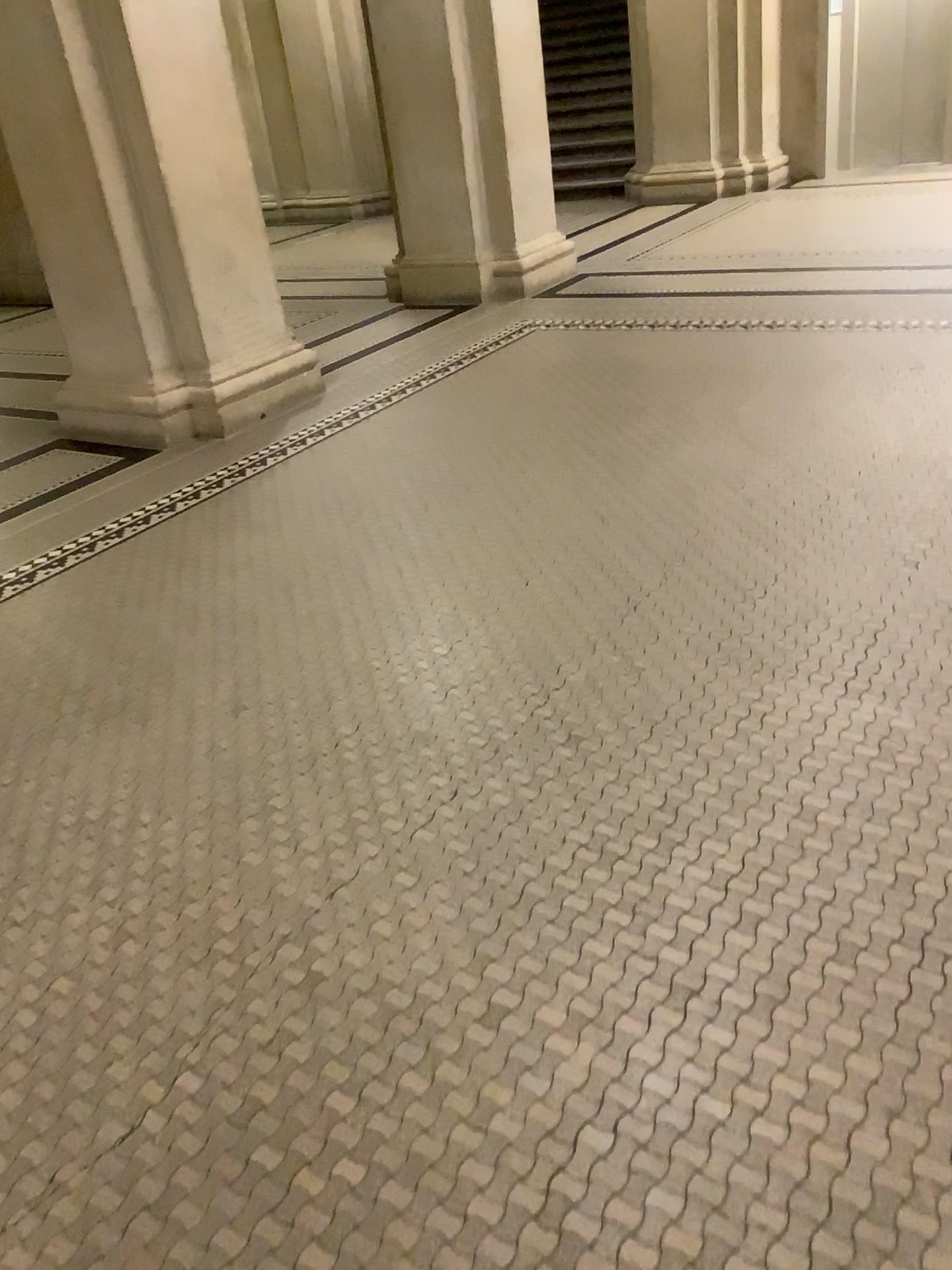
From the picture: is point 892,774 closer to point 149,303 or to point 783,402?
point 783,402
